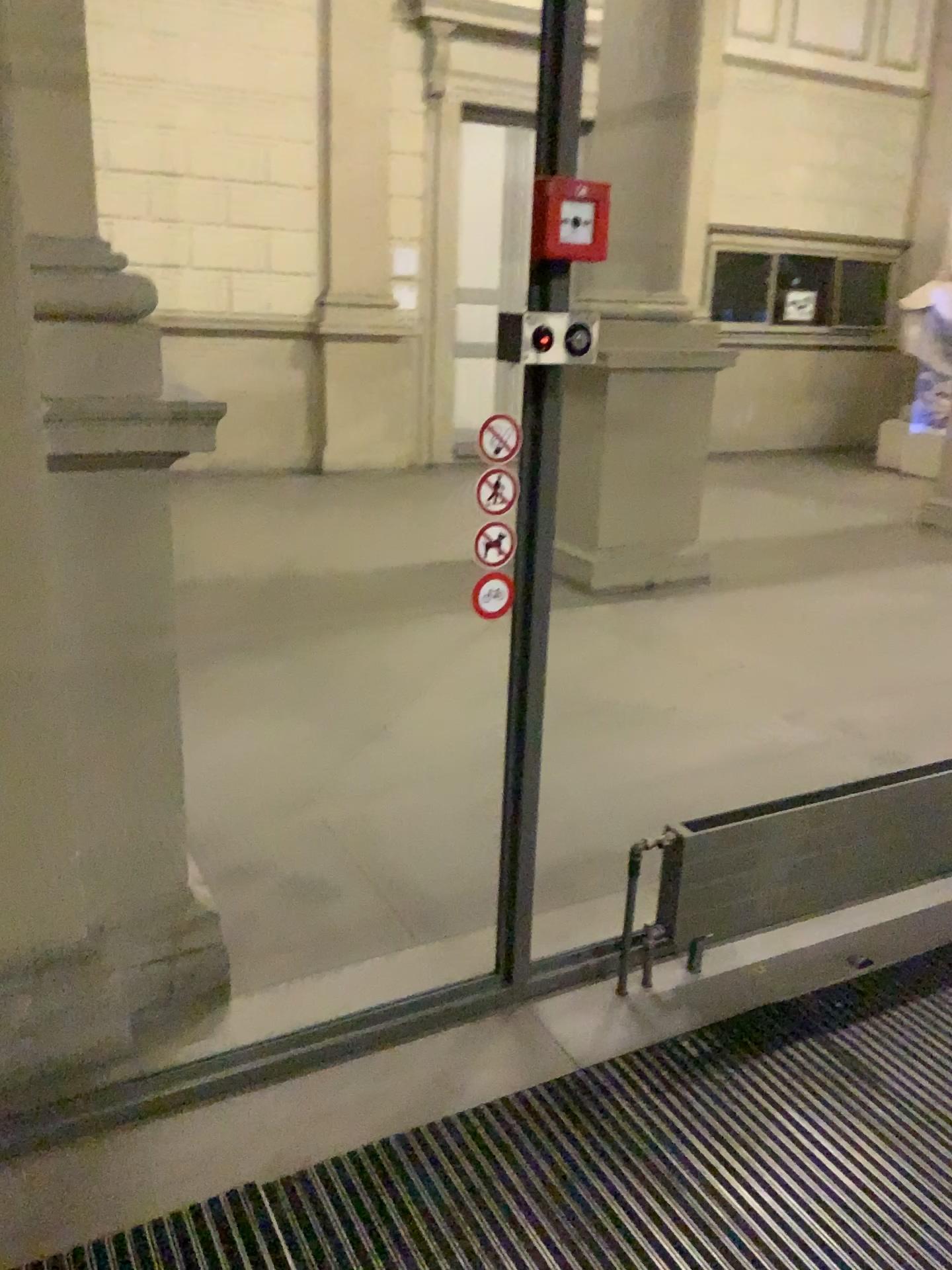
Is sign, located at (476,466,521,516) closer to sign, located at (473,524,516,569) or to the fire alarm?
sign, located at (473,524,516,569)

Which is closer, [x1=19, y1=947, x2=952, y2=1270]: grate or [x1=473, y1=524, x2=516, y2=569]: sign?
[x1=19, y1=947, x2=952, y2=1270]: grate

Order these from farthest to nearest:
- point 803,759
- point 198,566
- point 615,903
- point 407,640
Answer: point 198,566
point 407,640
point 803,759
point 615,903

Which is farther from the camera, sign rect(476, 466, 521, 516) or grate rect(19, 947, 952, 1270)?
sign rect(476, 466, 521, 516)

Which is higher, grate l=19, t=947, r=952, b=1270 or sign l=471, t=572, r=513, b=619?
sign l=471, t=572, r=513, b=619

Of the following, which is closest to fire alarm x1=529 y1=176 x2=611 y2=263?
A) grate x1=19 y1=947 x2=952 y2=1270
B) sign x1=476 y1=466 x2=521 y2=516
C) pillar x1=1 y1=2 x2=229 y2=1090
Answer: sign x1=476 y1=466 x2=521 y2=516

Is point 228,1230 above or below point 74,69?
below

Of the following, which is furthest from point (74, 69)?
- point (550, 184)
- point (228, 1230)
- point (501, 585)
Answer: point (228, 1230)

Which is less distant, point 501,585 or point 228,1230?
point 228,1230

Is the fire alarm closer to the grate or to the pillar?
the pillar
